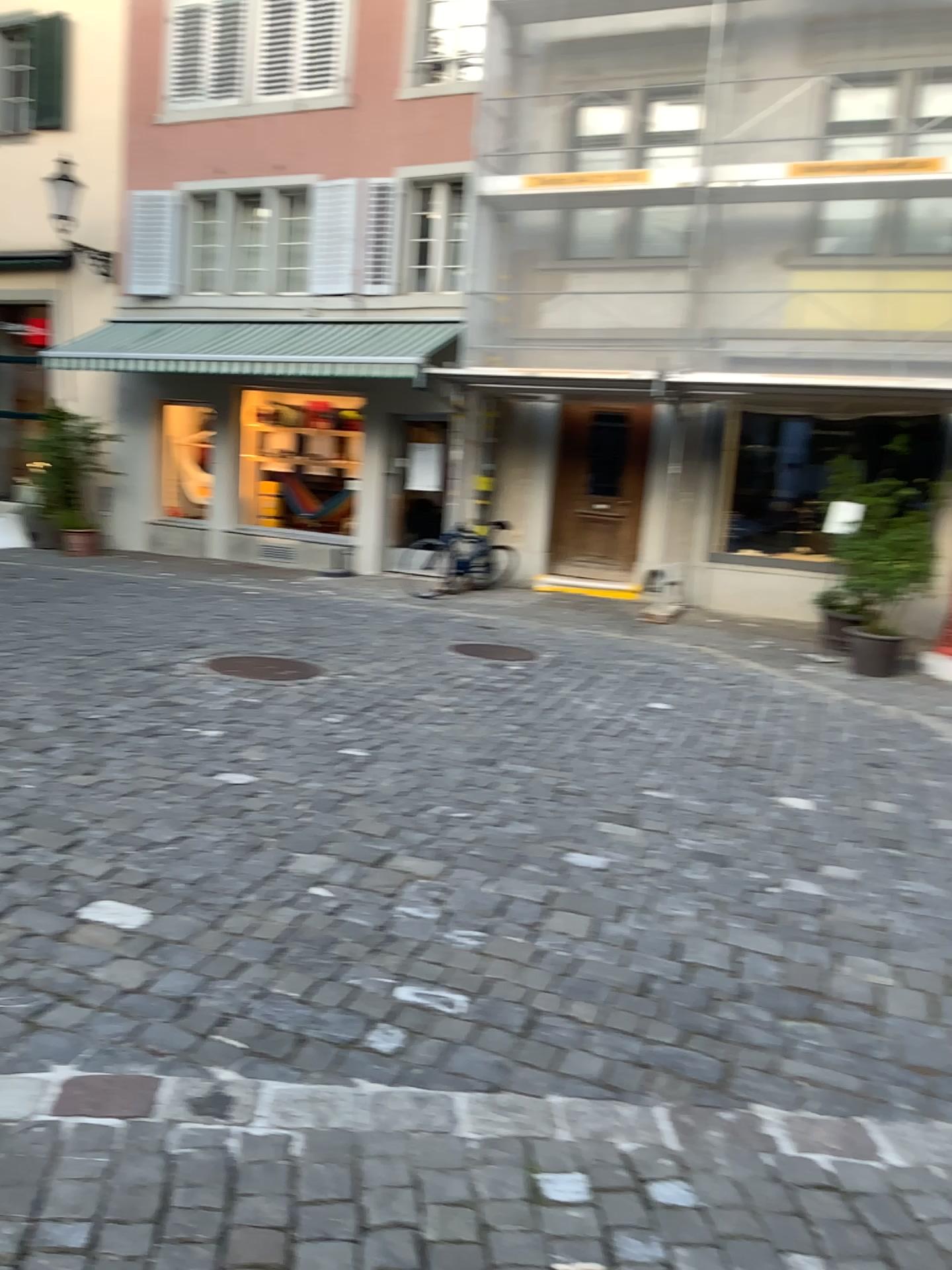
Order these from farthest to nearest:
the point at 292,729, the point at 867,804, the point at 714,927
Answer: the point at 292,729 < the point at 867,804 < the point at 714,927
